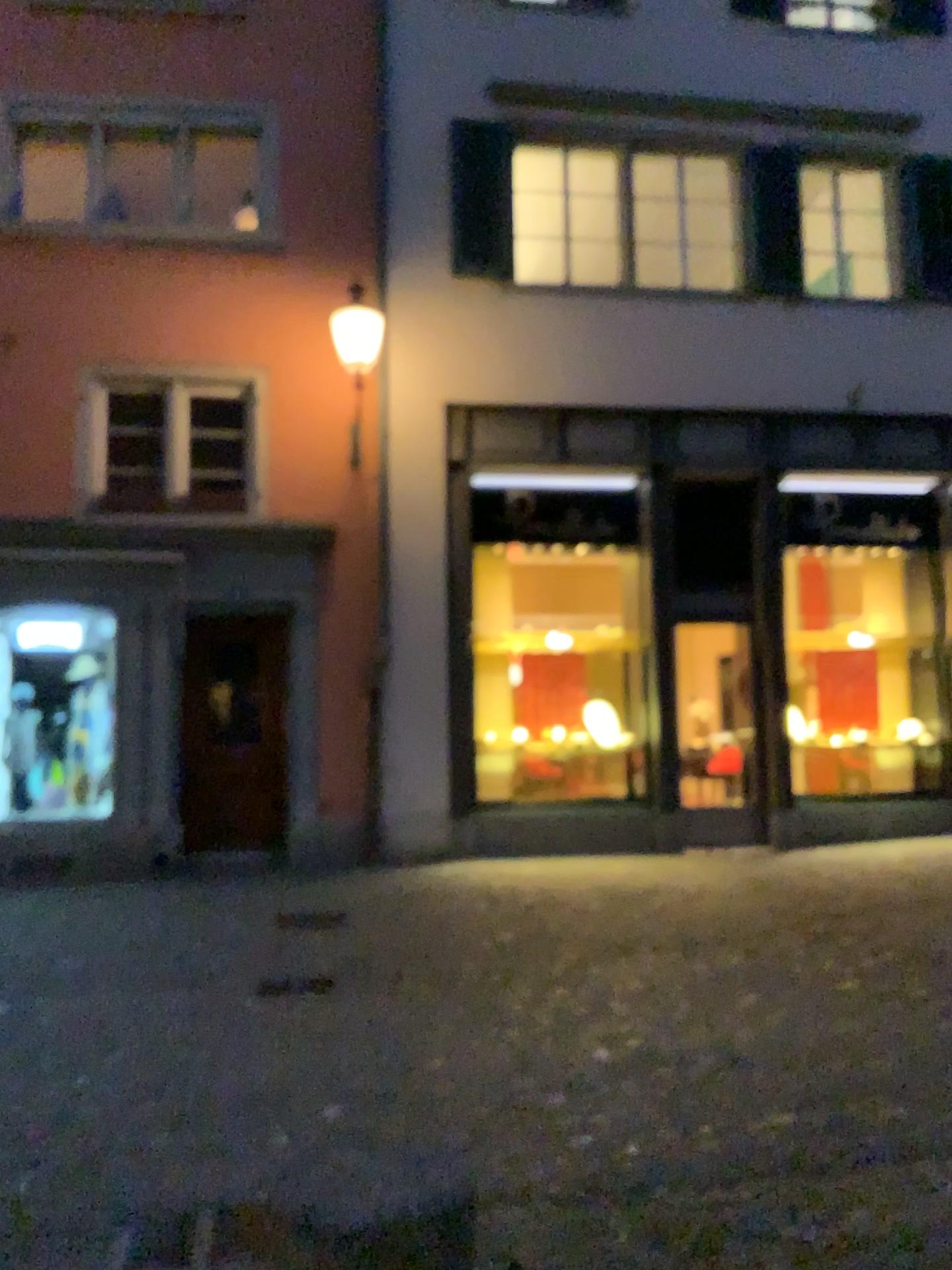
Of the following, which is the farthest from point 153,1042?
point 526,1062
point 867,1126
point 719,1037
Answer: point 867,1126
